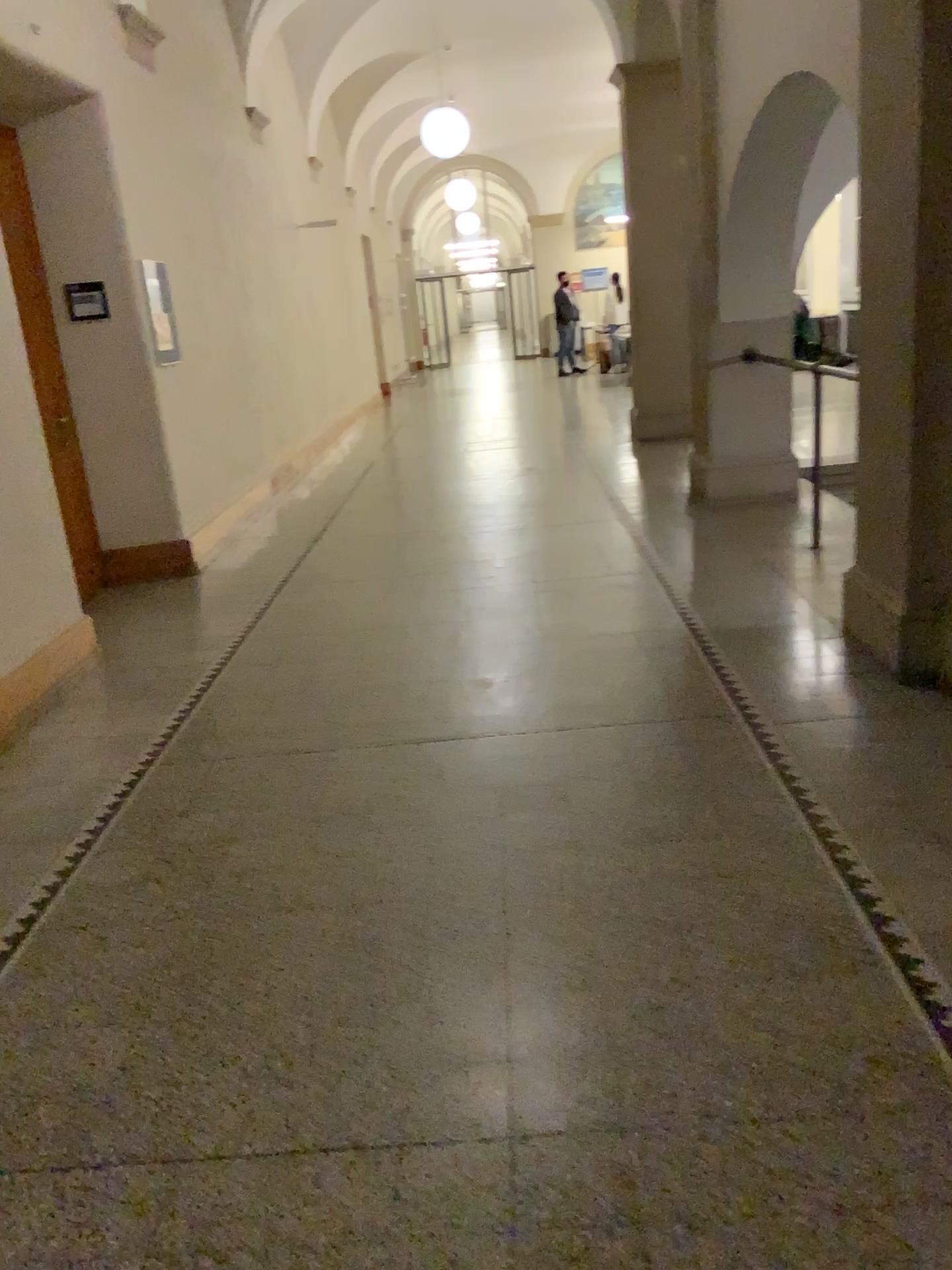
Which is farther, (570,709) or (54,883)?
(570,709)
